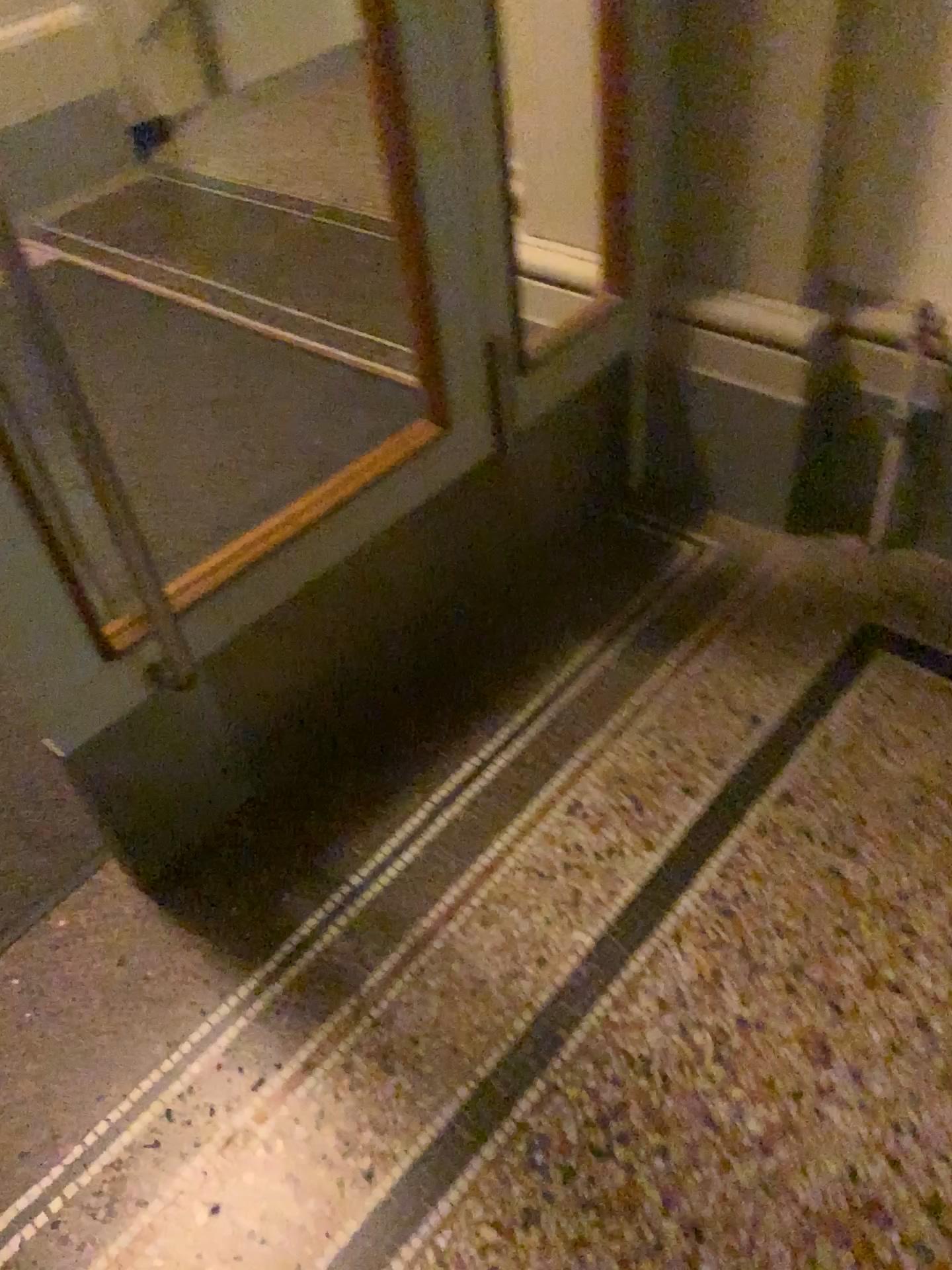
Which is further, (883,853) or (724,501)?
(724,501)

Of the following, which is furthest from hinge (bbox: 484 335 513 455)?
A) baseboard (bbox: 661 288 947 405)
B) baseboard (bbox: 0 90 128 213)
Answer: baseboard (bbox: 0 90 128 213)

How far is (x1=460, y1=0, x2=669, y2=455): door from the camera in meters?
1.6

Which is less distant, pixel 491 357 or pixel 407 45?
pixel 407 45

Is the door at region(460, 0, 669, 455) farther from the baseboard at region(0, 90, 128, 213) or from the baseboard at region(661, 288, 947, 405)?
the baseboard at region(0, 90, 128, 213)

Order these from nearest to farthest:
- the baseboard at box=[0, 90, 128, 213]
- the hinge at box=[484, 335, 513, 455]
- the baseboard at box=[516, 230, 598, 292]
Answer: the hinge at box=[484, 335, 513, 455]
the baseboard at box=[516, 230, 598, 292]
the baseboard at box=[0, 90, 128, 213]

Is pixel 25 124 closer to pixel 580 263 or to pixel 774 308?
pixel 580 263

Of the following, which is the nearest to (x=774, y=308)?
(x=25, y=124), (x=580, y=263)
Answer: (x=580, y=263)

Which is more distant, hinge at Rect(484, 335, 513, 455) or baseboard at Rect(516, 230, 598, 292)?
baseboard at Rect(516, 230, 598, 292)

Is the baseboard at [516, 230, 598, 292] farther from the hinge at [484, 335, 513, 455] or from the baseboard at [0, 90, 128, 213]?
the baseboard at [0, 90, 128, 213]
